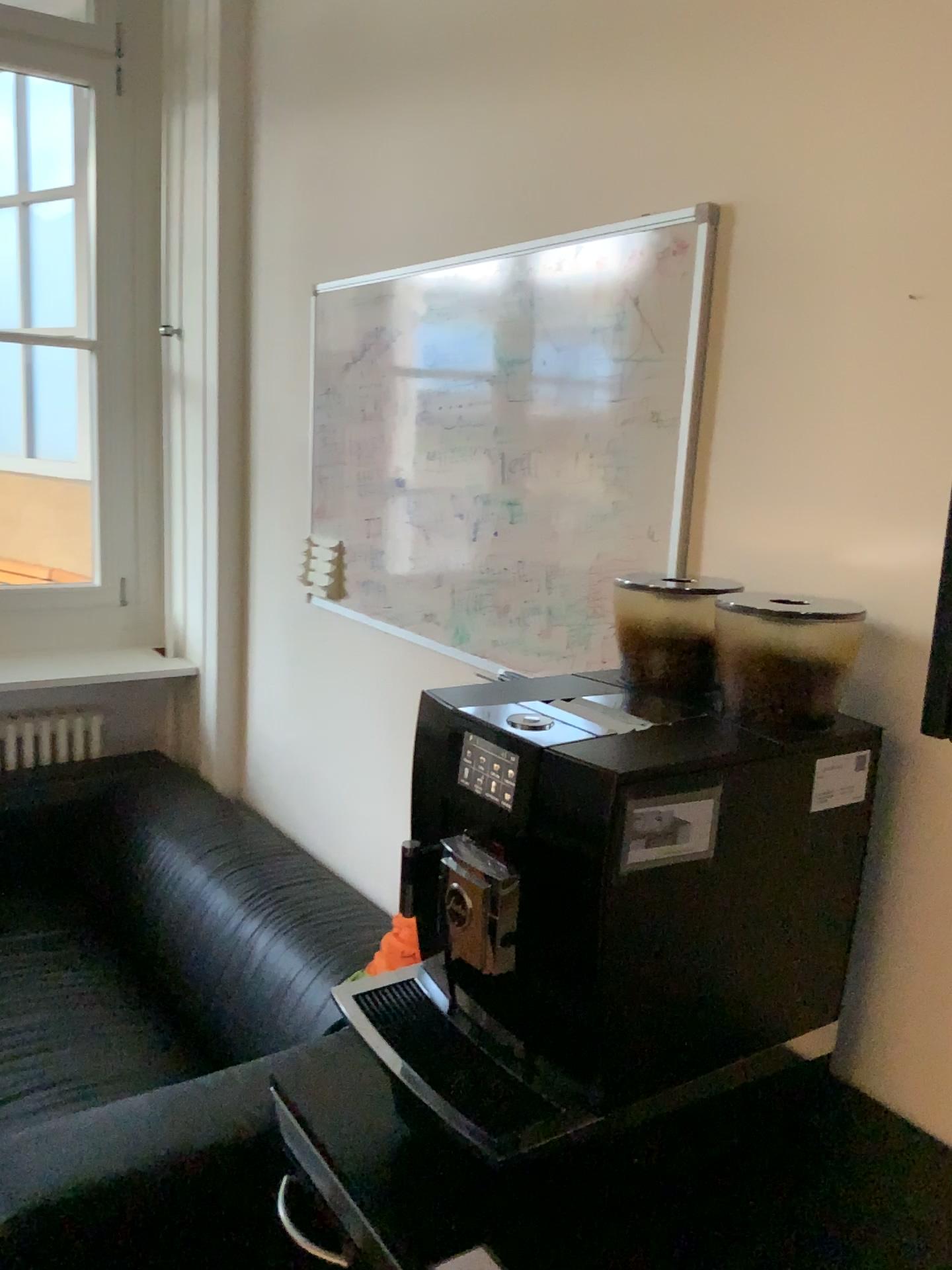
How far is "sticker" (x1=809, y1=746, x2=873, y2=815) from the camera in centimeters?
106cm

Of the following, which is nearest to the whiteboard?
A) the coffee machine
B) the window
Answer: the coffee machine

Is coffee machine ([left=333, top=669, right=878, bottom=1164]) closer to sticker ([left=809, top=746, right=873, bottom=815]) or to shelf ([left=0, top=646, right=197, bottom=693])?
sticker ([left=809, top=746, right=873, bottom=815])

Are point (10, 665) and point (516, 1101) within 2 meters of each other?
no

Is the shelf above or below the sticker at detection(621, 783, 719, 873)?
below

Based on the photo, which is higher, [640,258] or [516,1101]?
[640,258]

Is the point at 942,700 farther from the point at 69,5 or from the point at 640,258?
the point at 69,5

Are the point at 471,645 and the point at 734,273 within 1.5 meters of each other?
yes

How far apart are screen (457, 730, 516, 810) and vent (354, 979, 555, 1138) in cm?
26

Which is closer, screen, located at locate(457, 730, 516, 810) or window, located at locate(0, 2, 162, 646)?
screen, located at locate(457, 730, 516, 810)
